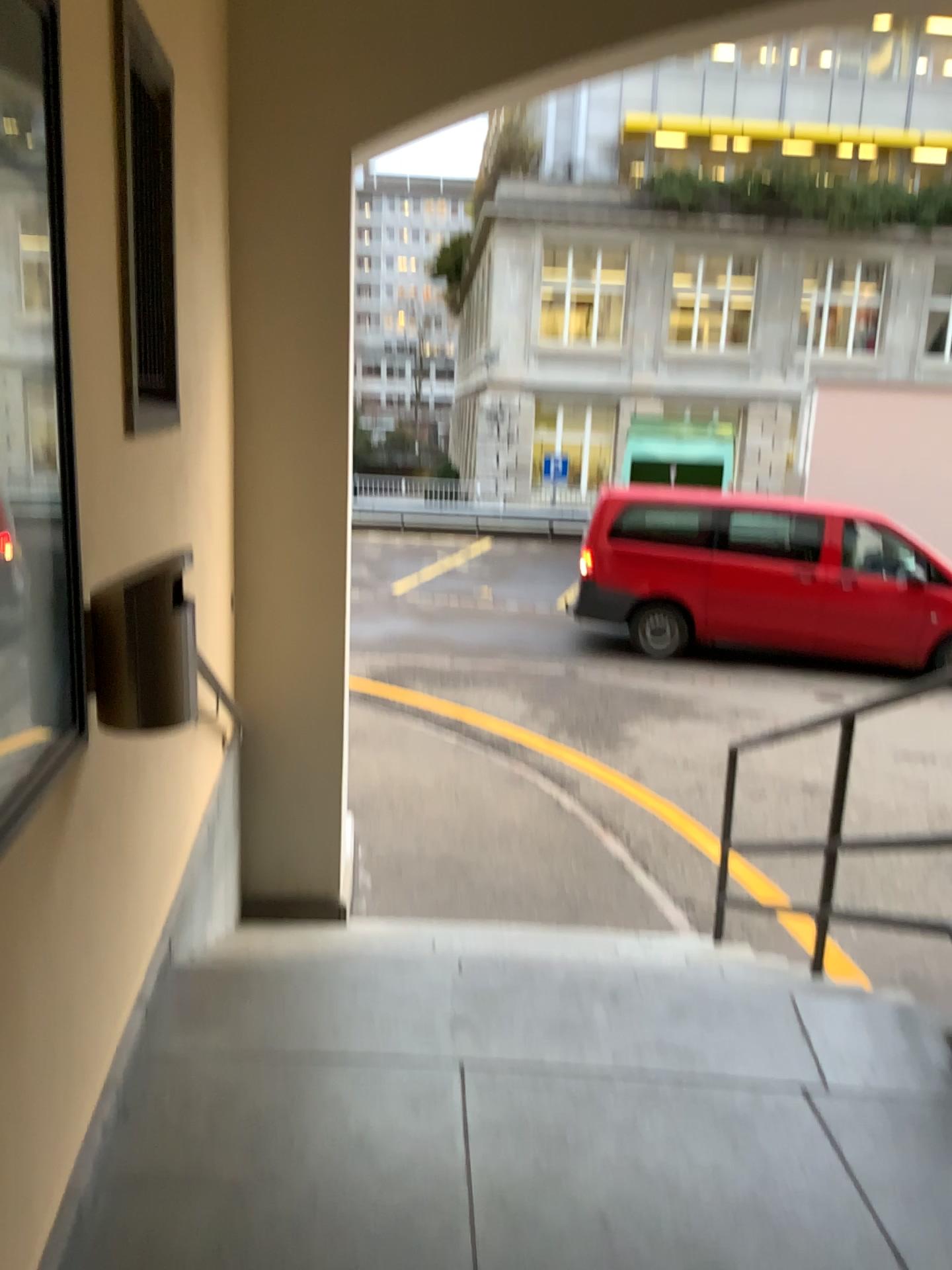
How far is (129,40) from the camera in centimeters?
231cm

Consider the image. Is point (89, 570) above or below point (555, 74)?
below

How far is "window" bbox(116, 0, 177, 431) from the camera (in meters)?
2.30
